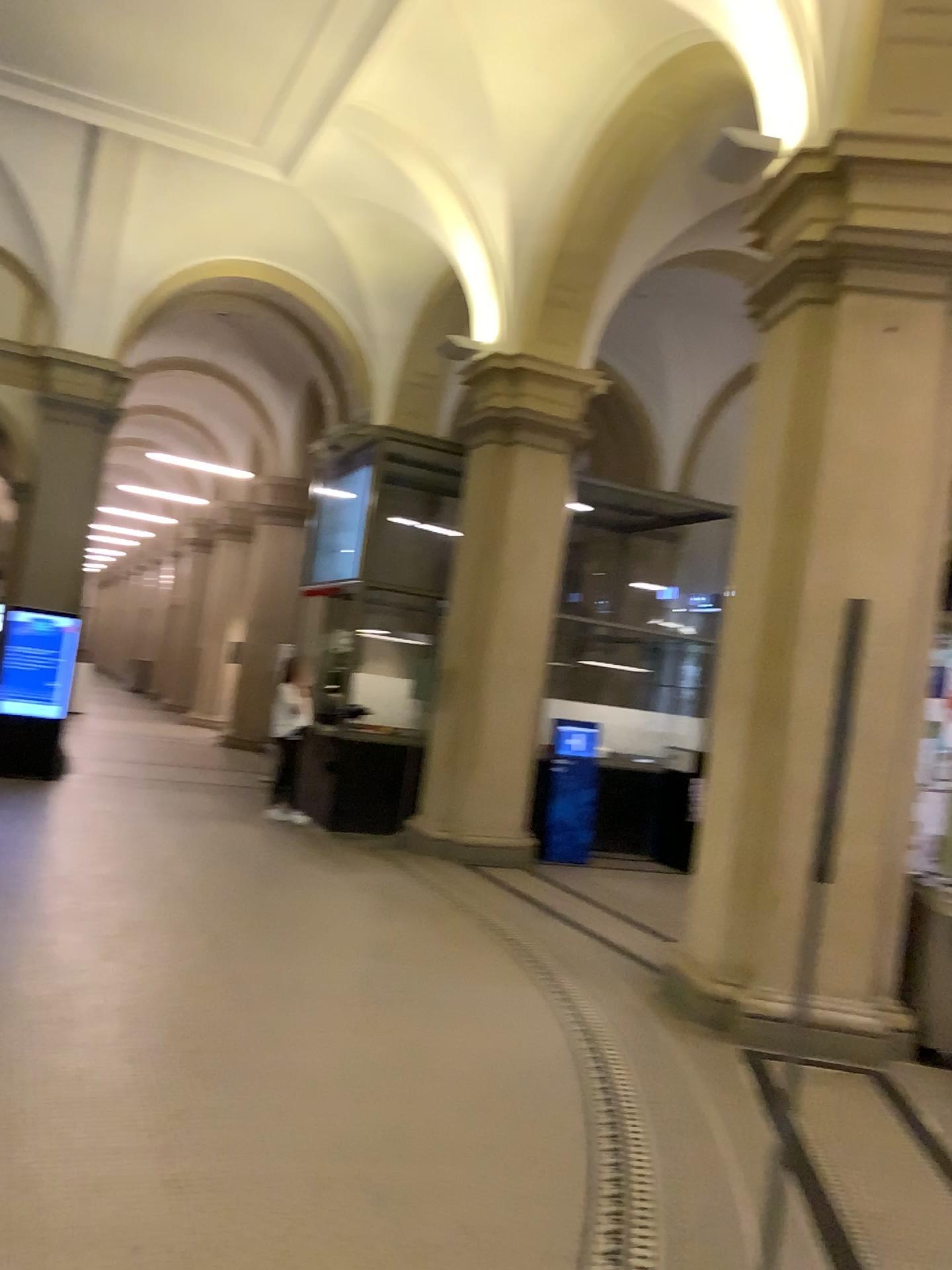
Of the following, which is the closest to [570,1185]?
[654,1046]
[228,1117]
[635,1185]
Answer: [635,1185]
